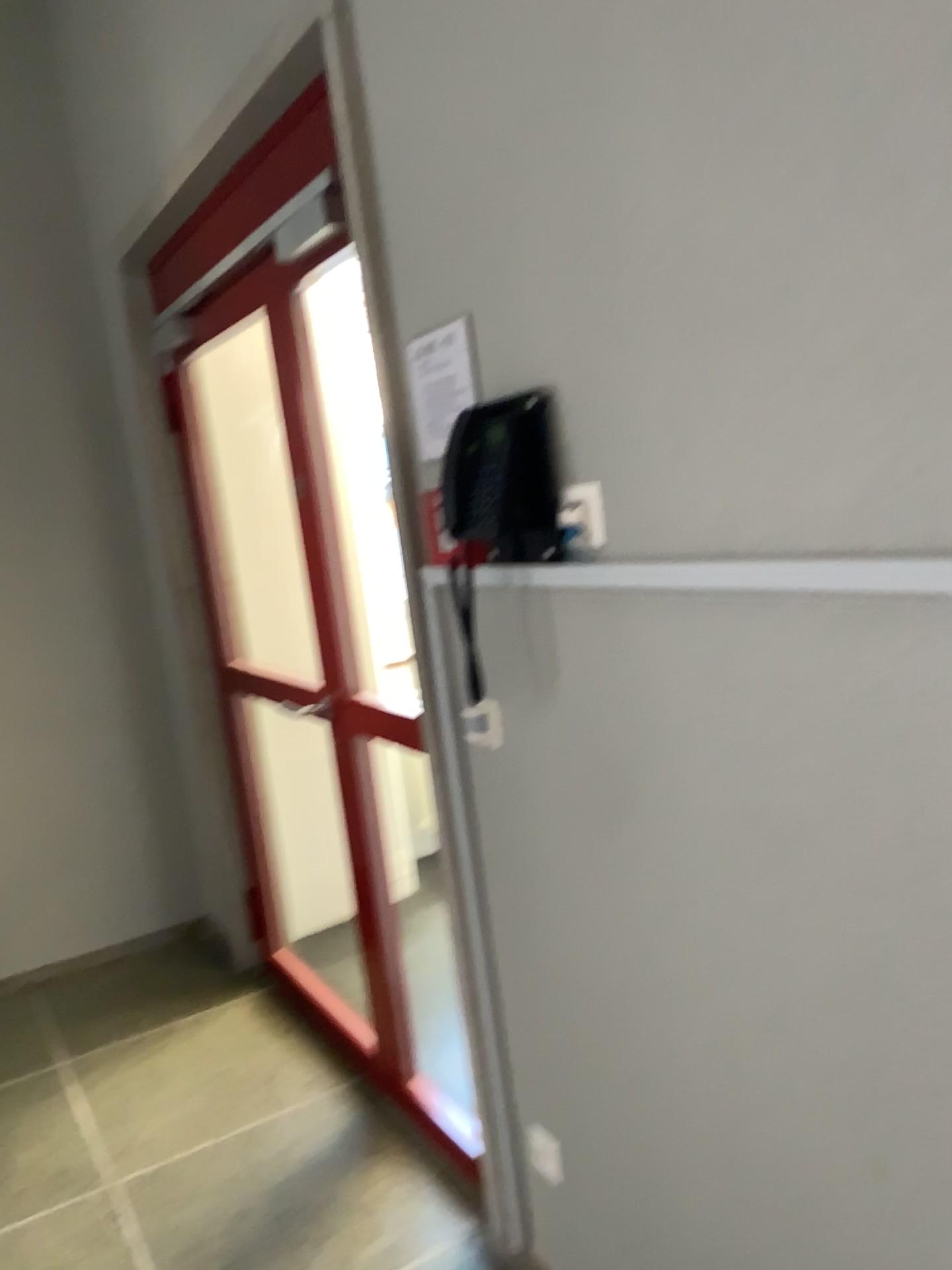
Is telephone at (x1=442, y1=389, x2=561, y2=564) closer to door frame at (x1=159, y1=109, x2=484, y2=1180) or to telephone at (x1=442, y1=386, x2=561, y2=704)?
telephone at (x1=442, y1=386, x2=561, y2=704)

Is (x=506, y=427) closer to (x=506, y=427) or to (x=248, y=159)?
(x=506, y=427)

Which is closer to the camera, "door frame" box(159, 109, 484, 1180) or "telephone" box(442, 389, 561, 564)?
"telephone" box(442, 389, 561, 564)

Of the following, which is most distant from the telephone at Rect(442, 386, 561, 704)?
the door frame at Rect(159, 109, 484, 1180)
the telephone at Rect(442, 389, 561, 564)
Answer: the door frame at Rect(159, 109, 484, 1180)

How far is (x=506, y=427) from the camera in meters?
1.5 m

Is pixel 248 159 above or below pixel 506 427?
above

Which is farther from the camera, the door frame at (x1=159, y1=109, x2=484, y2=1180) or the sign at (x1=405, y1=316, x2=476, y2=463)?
the door frame at (x1=159, y1=109, x2=484, y2=1180)

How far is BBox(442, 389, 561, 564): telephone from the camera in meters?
1.5

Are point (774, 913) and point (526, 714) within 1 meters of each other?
yes
